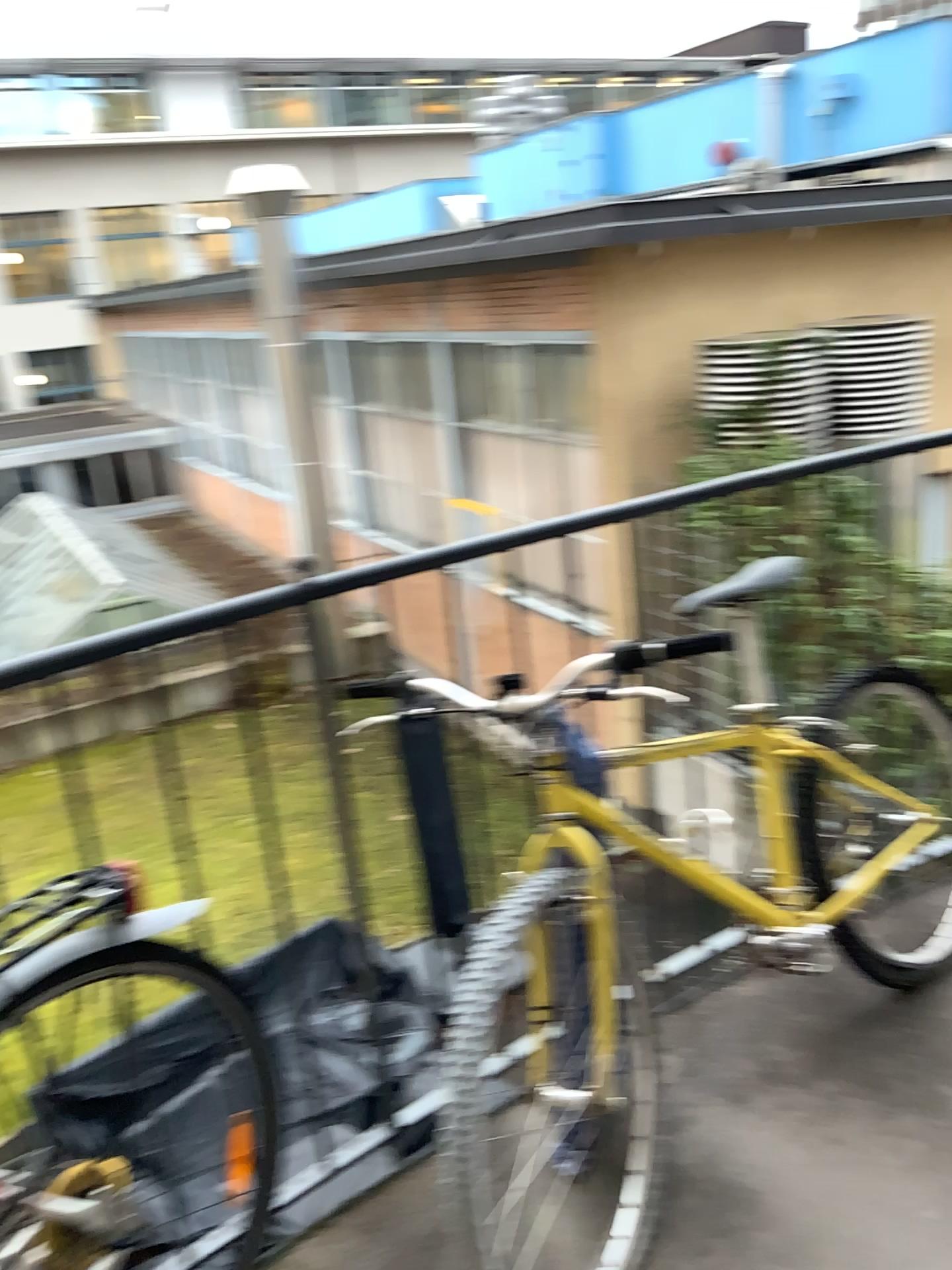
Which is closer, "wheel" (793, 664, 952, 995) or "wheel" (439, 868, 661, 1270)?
"wheel" (439, 868, 661, 1270)

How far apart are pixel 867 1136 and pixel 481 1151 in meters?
0.6

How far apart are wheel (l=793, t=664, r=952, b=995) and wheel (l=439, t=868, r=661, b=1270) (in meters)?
0.47

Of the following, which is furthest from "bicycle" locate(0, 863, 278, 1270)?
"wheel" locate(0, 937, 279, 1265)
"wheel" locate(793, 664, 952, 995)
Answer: "wheel" locate(793, 664, 952, 995)

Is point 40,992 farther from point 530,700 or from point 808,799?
point 808,799

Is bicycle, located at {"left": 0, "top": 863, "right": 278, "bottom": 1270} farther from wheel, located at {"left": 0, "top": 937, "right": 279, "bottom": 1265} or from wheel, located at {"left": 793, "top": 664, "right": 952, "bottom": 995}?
wheel, located at {"left": 793, "top": 664, "right": 952, "bottom": 995}

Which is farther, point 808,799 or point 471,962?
point 808,799

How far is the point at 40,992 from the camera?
1.29m

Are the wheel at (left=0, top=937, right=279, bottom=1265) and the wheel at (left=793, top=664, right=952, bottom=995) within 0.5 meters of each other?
no

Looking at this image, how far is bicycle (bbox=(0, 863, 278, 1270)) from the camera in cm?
129
